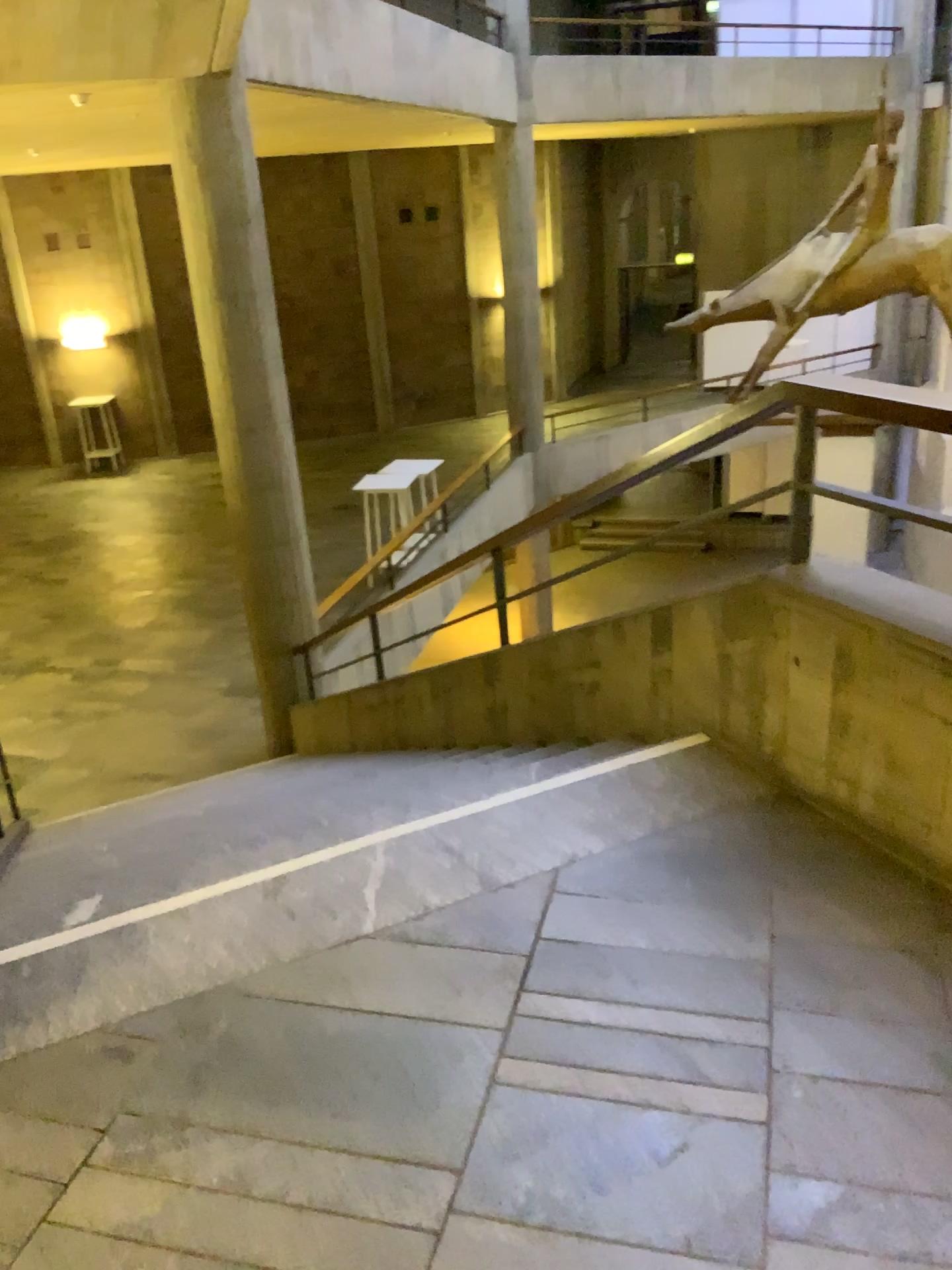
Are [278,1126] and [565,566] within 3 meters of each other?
yes
